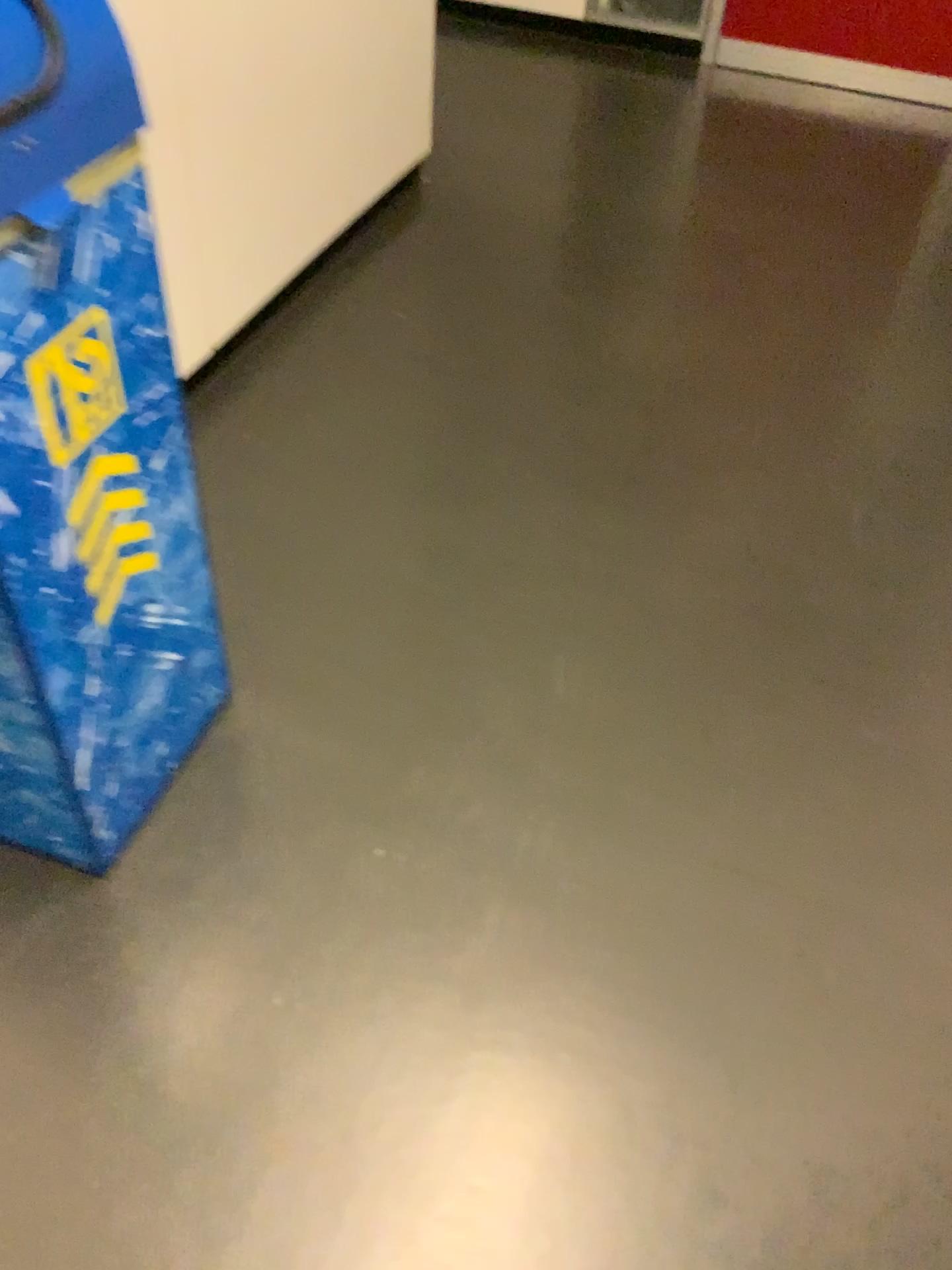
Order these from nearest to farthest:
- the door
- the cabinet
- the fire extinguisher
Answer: the fire extinguisher < the cabinet < the door

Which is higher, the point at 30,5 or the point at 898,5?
the point at 30,5

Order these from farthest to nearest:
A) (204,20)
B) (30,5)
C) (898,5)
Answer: (898,5) → (204,20) → (30,5)

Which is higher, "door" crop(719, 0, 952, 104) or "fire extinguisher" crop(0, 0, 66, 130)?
"fire extinguisher" crop(0, 0, 66, 130)

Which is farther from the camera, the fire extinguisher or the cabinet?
the cabinet

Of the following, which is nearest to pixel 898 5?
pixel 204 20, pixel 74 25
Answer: pixel 204 20

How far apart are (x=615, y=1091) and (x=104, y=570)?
→ 0.89m

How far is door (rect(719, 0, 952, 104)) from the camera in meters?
3.8 m

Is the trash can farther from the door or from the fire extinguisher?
the door

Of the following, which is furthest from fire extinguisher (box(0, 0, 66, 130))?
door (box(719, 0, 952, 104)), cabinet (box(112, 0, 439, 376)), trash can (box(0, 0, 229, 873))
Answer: door (box(719, 0, 952, 104))
